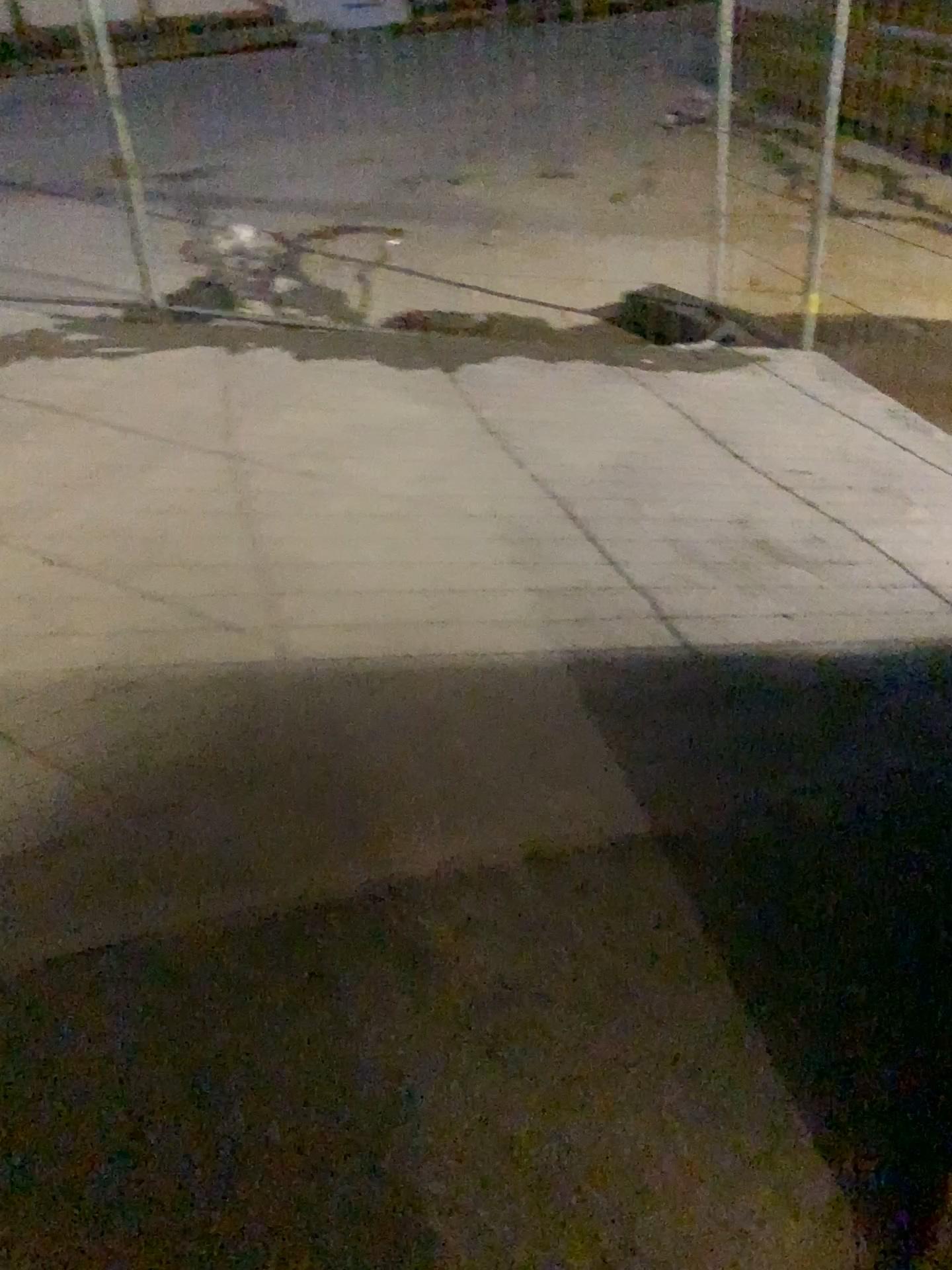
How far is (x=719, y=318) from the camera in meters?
4.3 m

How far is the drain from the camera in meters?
4.3 m

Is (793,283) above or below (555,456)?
above
